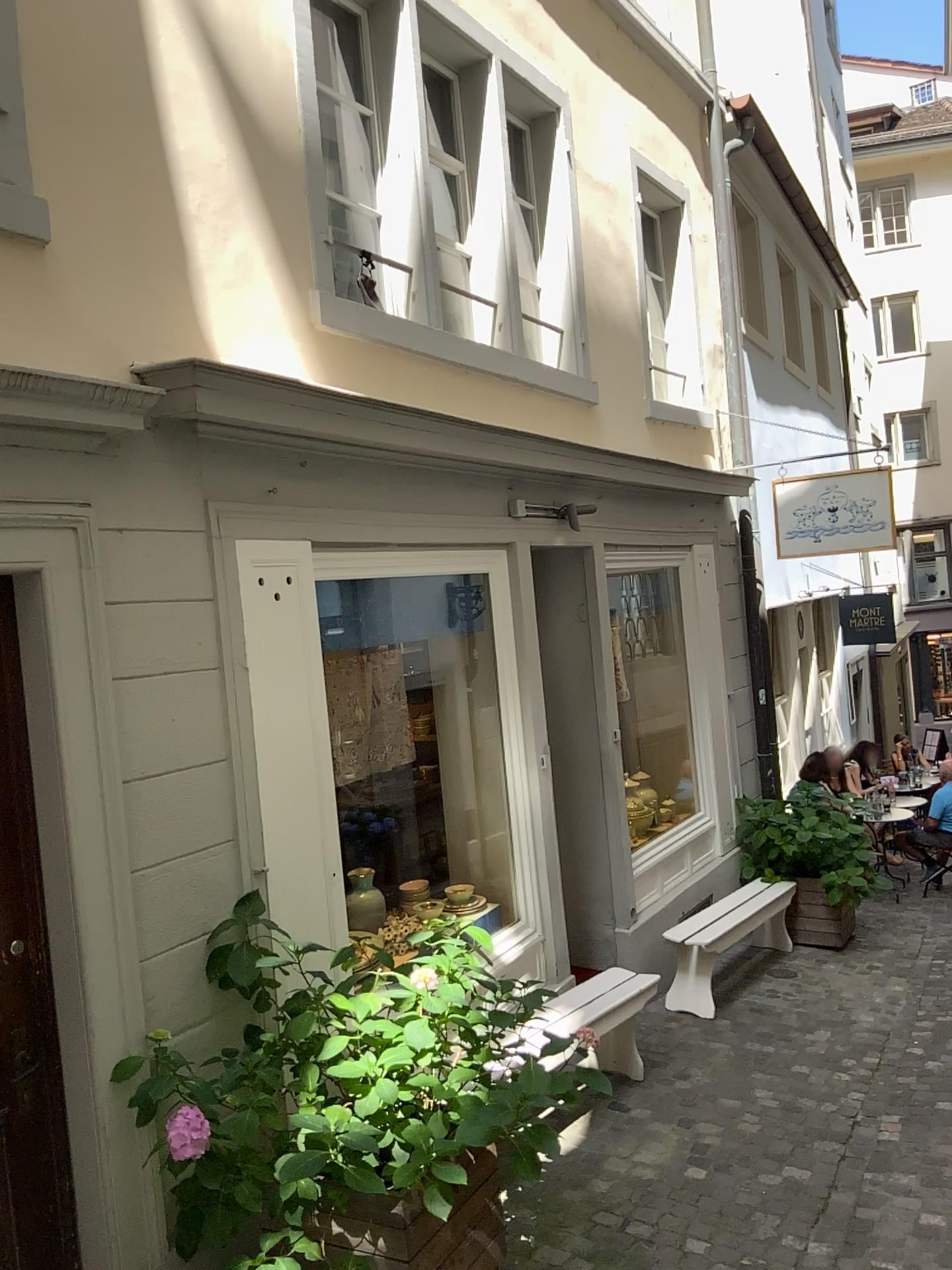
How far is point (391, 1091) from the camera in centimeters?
287cm

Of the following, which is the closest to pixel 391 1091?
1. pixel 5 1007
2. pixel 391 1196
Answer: pixel 391 1196

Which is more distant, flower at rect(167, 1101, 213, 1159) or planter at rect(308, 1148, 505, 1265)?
planter at rect(308, 1148, 505, 1265)

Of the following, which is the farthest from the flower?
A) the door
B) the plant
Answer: the door

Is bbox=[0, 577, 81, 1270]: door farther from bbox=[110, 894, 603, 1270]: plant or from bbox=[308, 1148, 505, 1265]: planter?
bbox=[308, 1148, 505, 1265]: planter

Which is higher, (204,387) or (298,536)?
(204,387)

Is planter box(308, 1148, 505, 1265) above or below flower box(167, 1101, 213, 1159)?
below

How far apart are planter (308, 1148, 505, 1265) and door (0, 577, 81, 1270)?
0.7m

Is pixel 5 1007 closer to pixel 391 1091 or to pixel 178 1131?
pixel 178 1131

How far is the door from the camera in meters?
2.9
